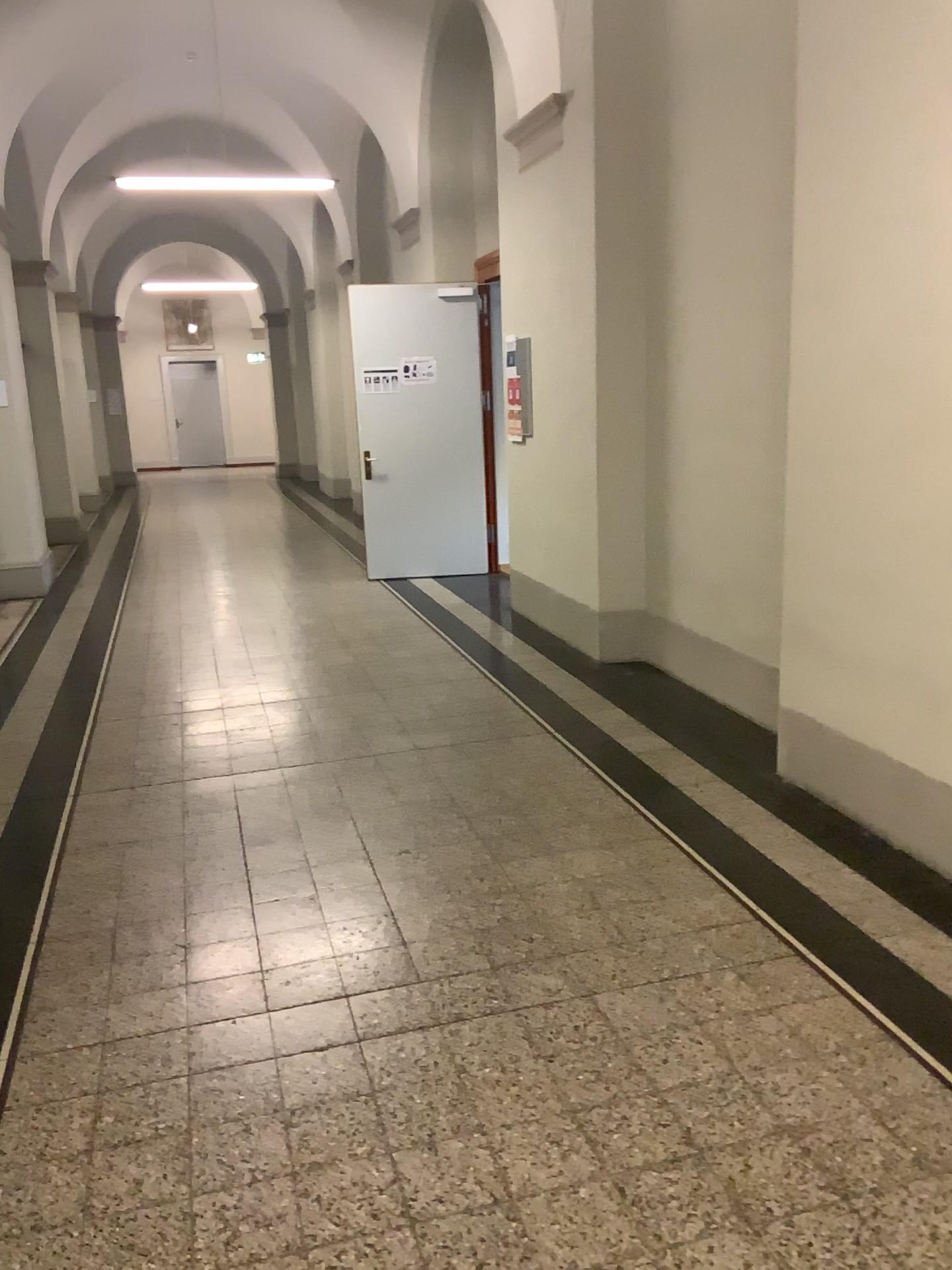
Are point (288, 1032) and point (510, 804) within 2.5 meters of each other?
yes
